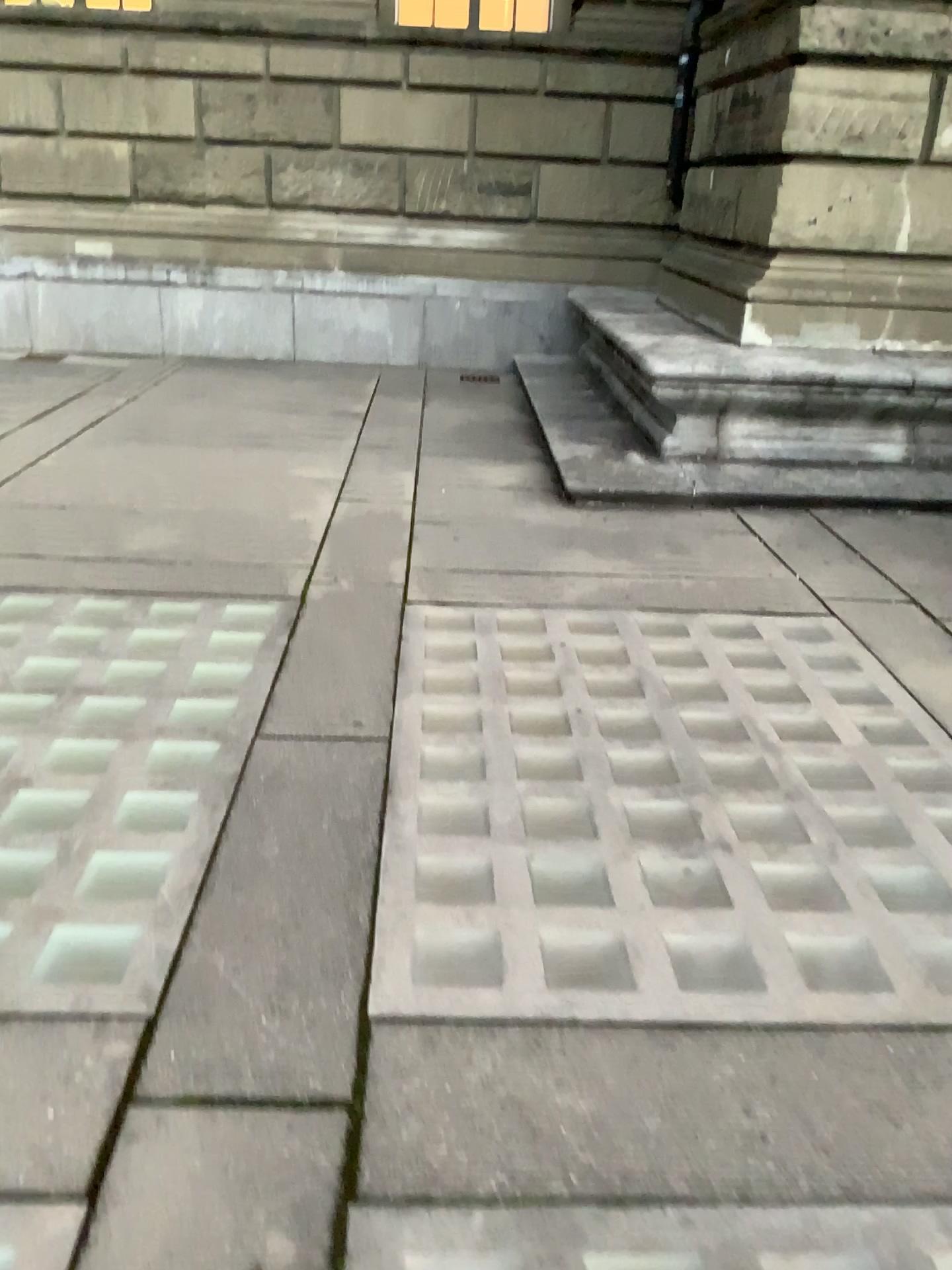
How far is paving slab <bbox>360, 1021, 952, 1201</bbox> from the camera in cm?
170

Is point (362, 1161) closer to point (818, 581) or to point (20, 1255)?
point (20, 1255)

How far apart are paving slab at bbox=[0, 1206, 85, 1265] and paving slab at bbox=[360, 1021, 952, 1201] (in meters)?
0.43

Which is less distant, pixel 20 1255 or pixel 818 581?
pixel 20 1255

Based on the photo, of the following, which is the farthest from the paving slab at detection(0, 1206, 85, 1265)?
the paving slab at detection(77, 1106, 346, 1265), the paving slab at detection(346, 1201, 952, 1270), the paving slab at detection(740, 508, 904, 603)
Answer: the paving slab at detection(740, 508, 904, 603)

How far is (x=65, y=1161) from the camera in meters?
1.7

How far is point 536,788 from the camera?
2.9 meters

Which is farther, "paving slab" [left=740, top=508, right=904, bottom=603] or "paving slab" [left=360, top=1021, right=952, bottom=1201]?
"paving slab" [left=740, top=508, right=904, bottom=603]

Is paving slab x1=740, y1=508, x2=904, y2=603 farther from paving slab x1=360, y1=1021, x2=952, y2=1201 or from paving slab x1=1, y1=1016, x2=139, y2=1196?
paving slab x1=1, y1=1016, x2=139, y2=1196

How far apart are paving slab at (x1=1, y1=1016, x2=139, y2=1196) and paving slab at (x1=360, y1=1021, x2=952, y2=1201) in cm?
43
